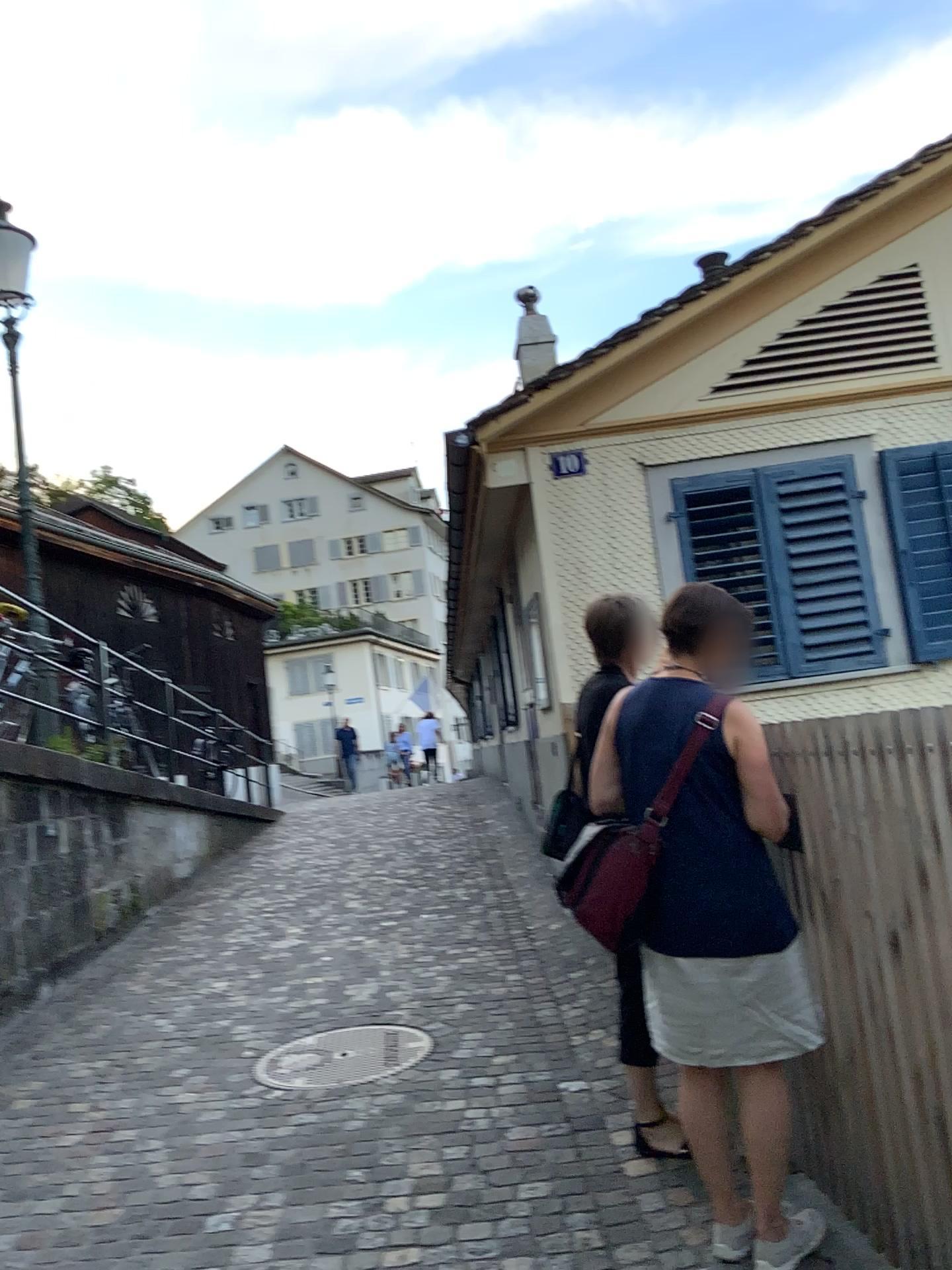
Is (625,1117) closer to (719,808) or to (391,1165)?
(391,1165)

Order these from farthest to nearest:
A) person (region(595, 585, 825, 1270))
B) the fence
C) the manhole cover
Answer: the manhole cover
person (region(595, 585, 825, 1270))
the fence

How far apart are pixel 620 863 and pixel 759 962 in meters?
0.4 m

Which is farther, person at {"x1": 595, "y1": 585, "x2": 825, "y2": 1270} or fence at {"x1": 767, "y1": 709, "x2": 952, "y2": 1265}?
person at {"x1": 595, "y1": 585, "x2": 825, "y2": 1270}

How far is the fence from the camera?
2.08m

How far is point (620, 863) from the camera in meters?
2.5 m

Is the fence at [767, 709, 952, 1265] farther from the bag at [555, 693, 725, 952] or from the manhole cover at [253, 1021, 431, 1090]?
the manhole cover at [253, 1021, 431, 1090]

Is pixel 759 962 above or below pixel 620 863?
below

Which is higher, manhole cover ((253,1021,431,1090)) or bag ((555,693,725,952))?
bag ((555,693,725,952))

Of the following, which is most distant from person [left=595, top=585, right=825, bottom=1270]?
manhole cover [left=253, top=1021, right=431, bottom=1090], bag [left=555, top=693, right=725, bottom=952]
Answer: manhole cover [left=253, top=1021, right=431, bottom=1090]
